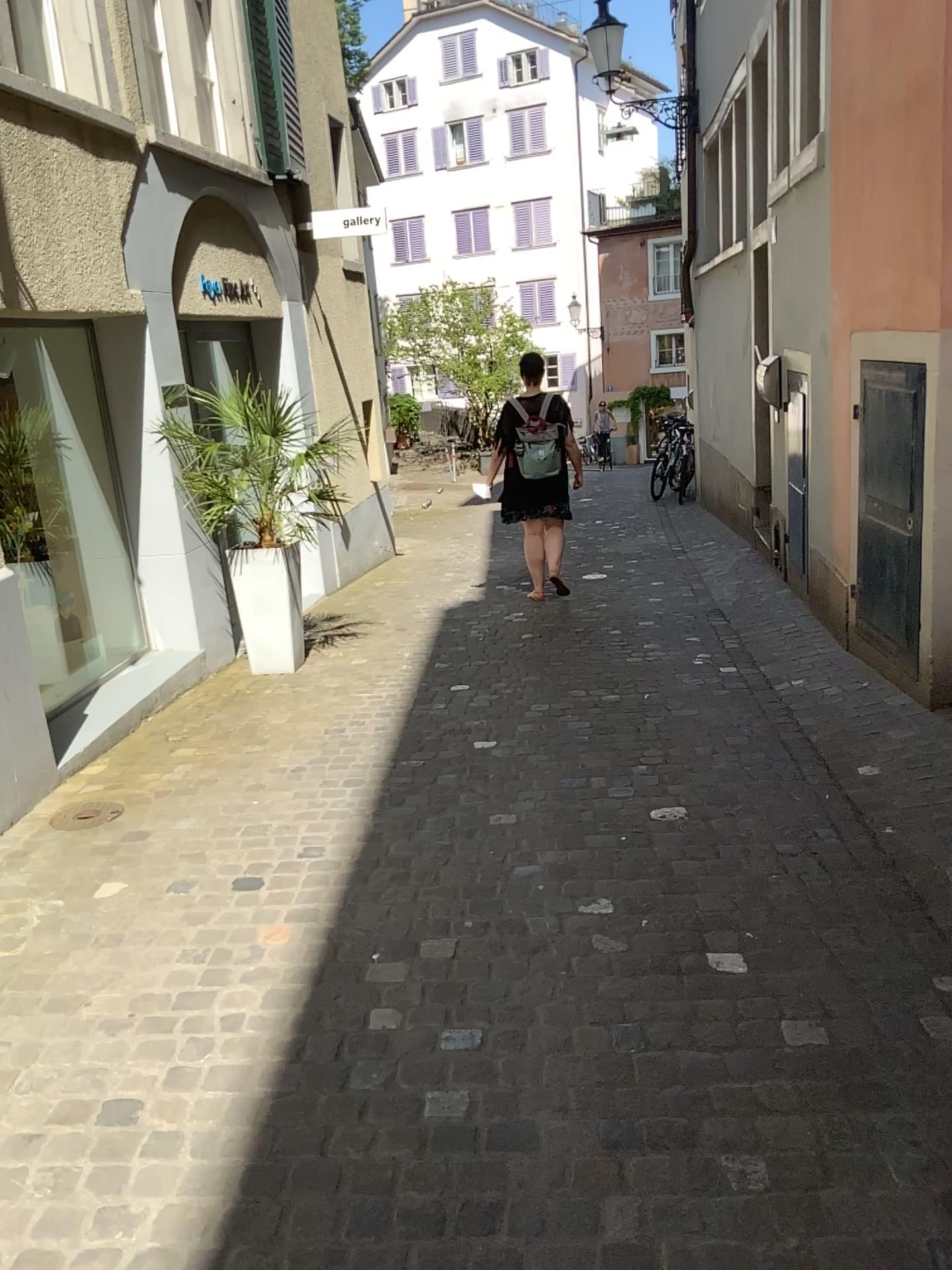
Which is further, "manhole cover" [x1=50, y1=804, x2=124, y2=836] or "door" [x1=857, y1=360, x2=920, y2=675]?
"door" [x1=857, y1=360, x2=920, y2=675]

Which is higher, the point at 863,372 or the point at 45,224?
the point at 45,224

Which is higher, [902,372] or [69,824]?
[902,372]

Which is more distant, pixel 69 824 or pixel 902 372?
pixel 902 372
